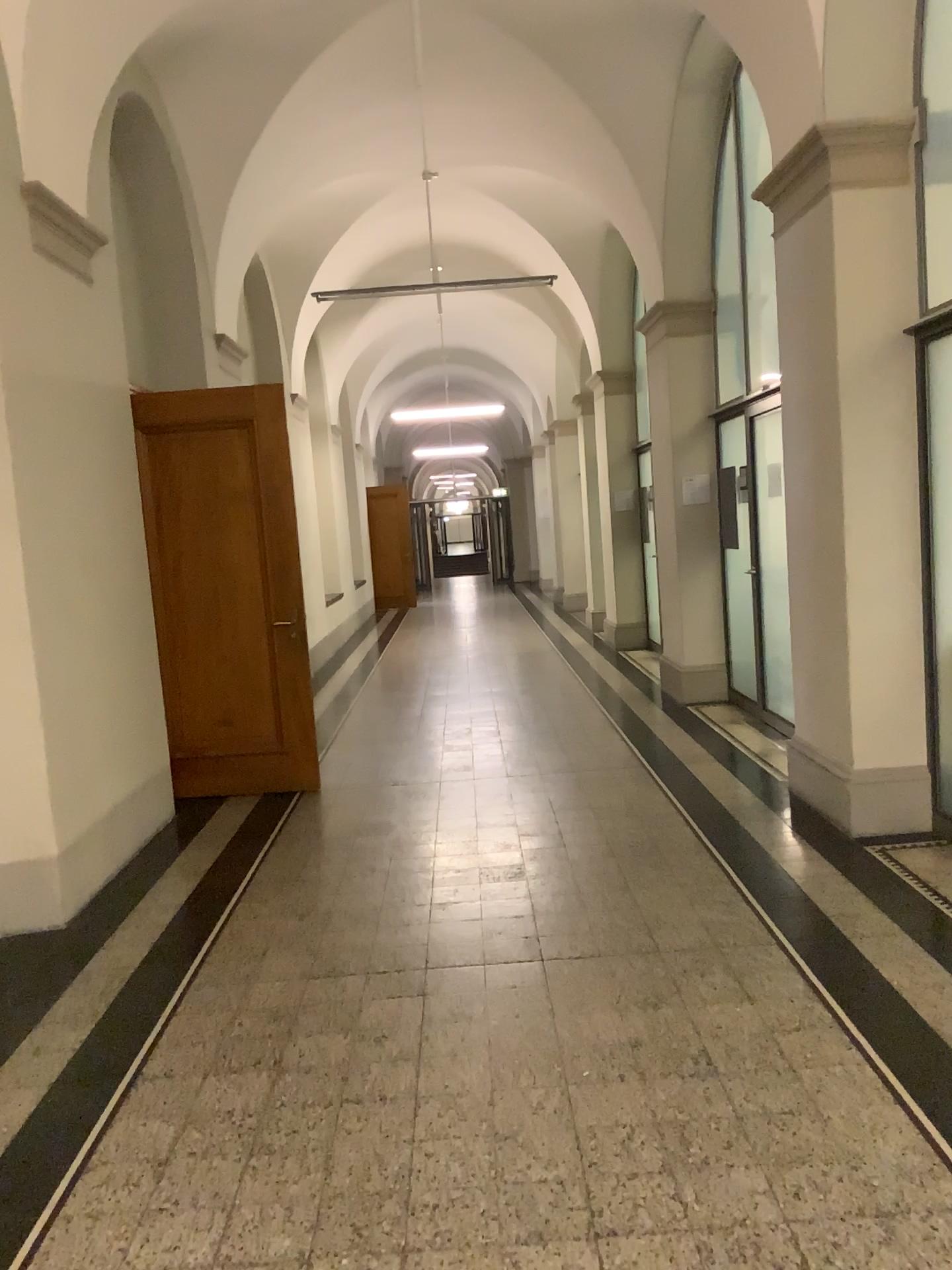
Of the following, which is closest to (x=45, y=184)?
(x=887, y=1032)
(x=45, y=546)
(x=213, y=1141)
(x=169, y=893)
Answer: (x=45, y=546)

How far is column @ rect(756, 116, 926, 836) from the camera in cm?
457

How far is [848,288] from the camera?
4.6m
